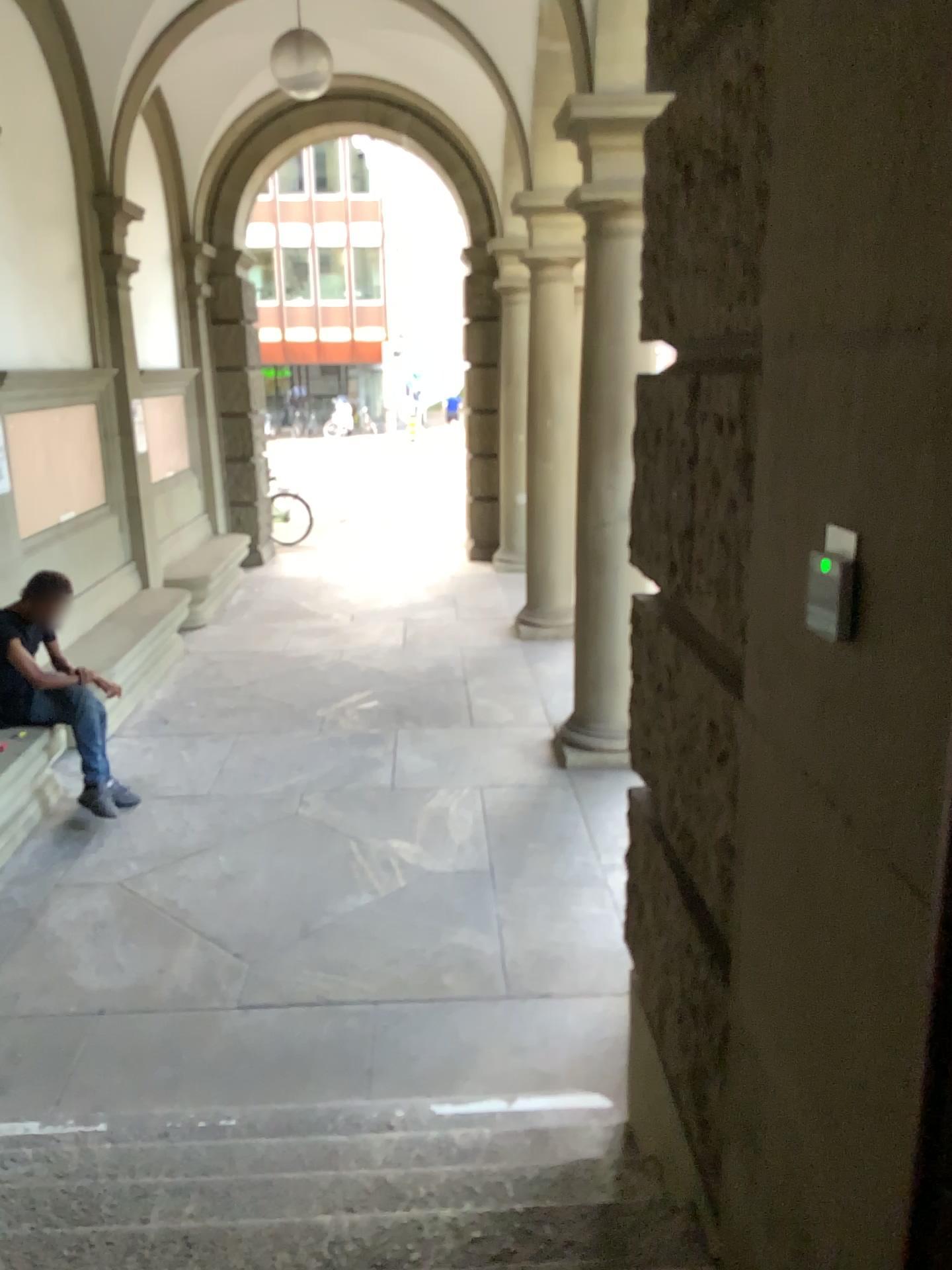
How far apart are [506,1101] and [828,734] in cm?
224
